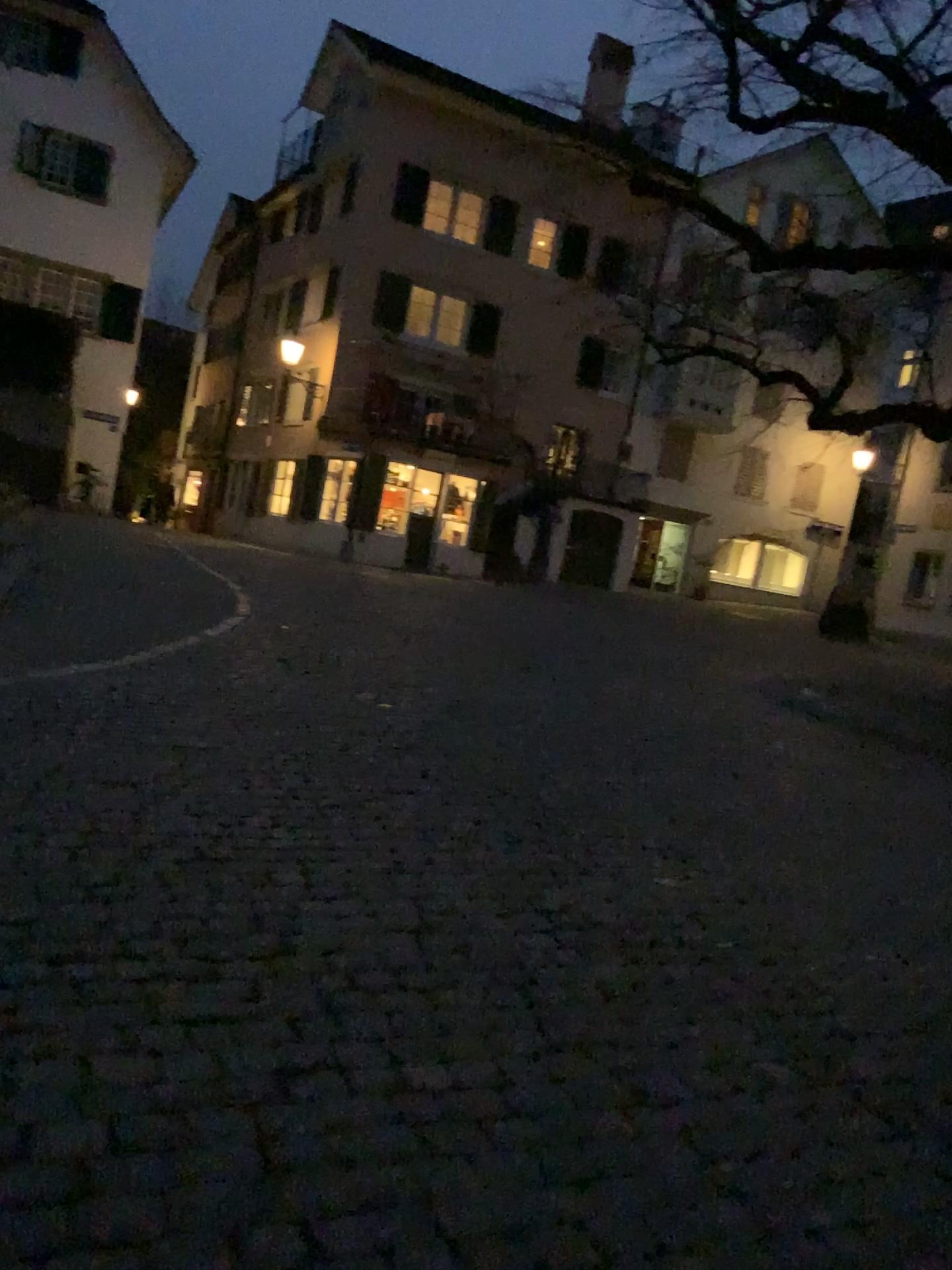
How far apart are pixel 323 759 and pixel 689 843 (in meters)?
1.89
